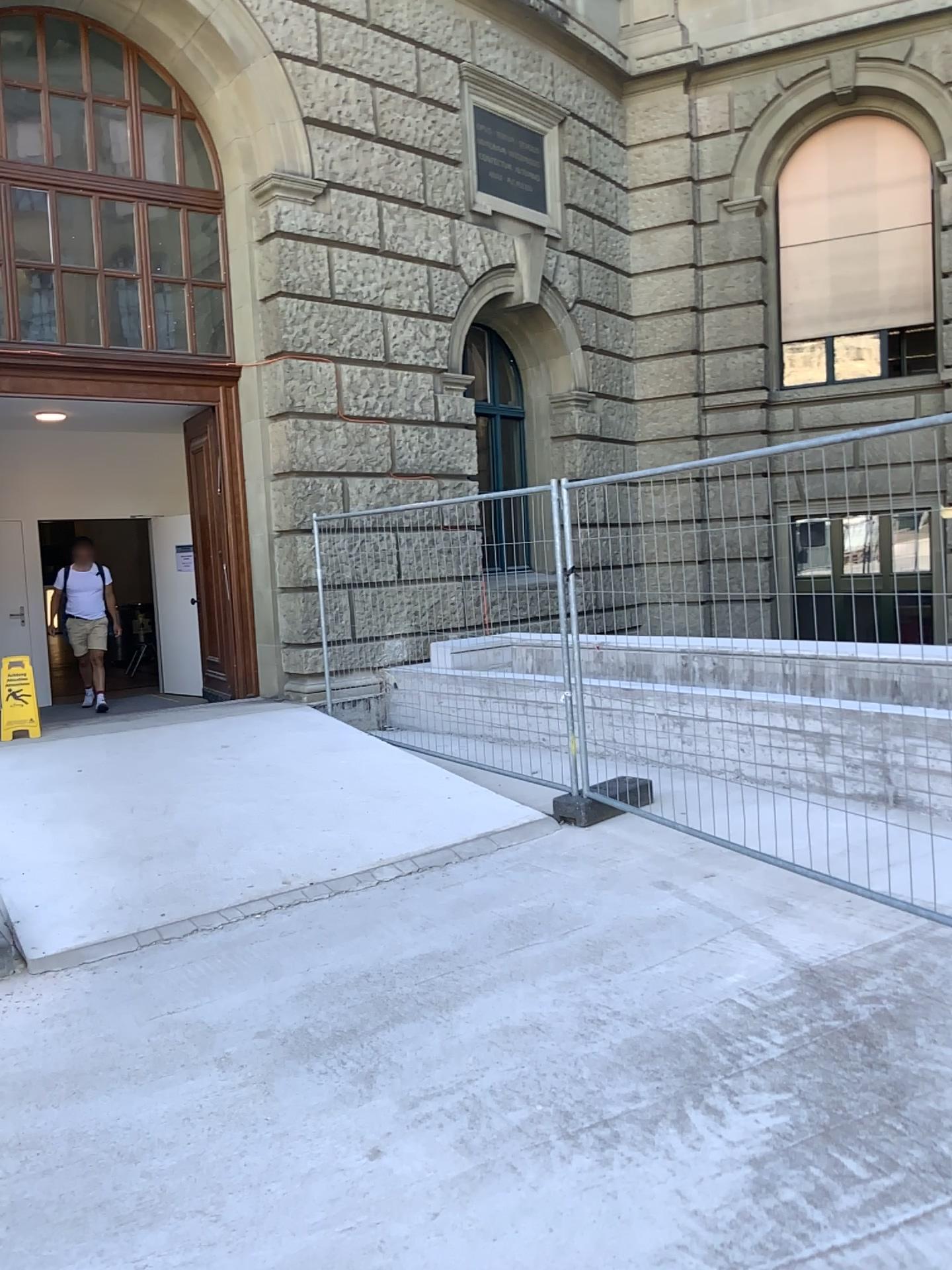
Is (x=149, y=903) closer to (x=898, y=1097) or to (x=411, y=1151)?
(x=411, y=1151)
